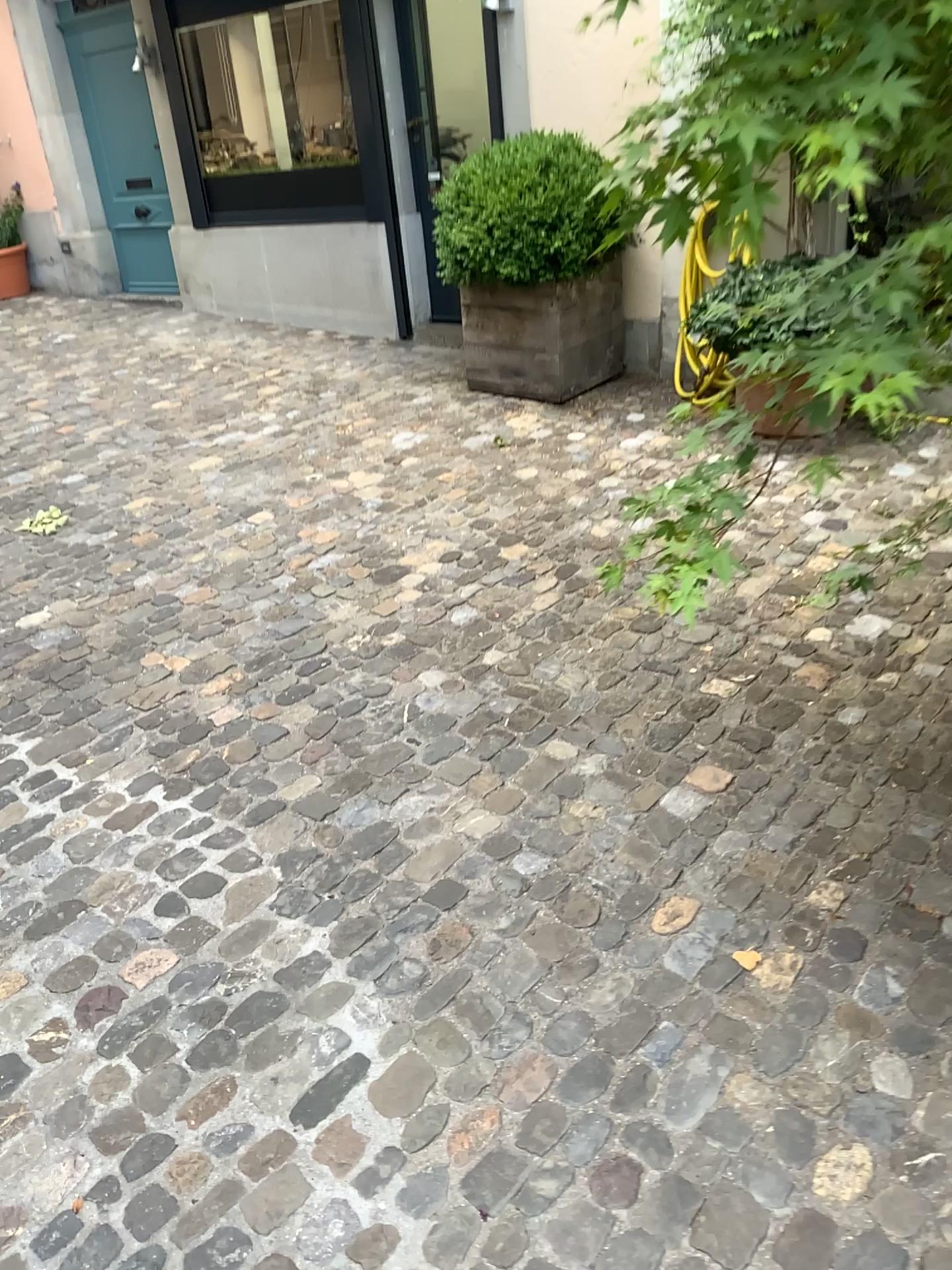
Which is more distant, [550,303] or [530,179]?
[550,303]

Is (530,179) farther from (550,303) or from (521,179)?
(550,303)

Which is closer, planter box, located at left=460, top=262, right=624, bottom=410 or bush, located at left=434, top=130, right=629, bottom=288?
bush, located at left=434, top=130, right=629, bottom=288

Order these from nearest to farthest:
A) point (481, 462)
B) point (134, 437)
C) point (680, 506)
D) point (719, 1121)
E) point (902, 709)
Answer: point (680, 506) → point (719, 1121) → point (902, 709) → point (481, 462) → point (134, 437)

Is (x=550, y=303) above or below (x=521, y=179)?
below
